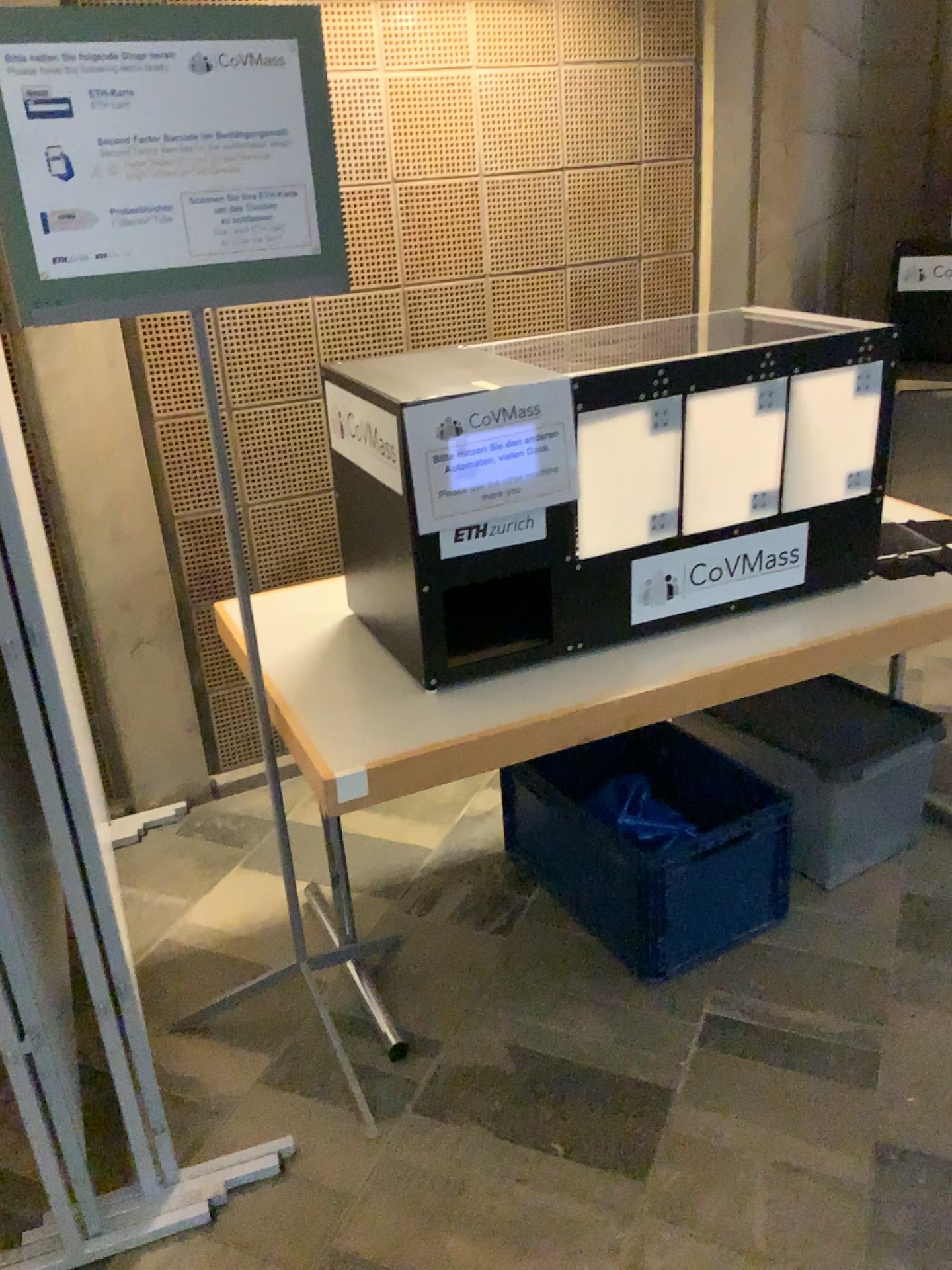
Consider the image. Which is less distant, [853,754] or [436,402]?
[436,402]

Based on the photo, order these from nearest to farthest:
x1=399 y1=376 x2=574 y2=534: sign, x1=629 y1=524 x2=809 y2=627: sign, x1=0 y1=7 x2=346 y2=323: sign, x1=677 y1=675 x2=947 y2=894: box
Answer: x1=0 y1=7 x2=346 y2=323: sign → x1=399 y1=376 x2=574 y2=534: sign → x1=629 y1=524 x2=809 y2=627: sign → x1=677 y1=675 x2=947 y2=894: box

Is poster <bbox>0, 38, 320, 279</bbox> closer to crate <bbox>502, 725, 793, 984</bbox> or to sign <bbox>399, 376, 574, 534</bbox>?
sign <bbox>399, 376, 574, 534</bbox>

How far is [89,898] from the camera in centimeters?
→ 156cm

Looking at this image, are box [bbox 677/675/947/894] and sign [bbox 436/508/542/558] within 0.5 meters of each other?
no

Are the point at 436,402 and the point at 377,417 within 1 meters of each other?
yes

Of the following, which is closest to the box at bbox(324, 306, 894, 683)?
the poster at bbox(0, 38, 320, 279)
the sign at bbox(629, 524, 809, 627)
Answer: the sign at bbox(629, 524, 809, 627)

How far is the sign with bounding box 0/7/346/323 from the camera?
1.4m

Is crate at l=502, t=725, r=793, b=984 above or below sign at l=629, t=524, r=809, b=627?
below

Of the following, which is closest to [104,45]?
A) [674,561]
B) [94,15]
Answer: [94,15]
